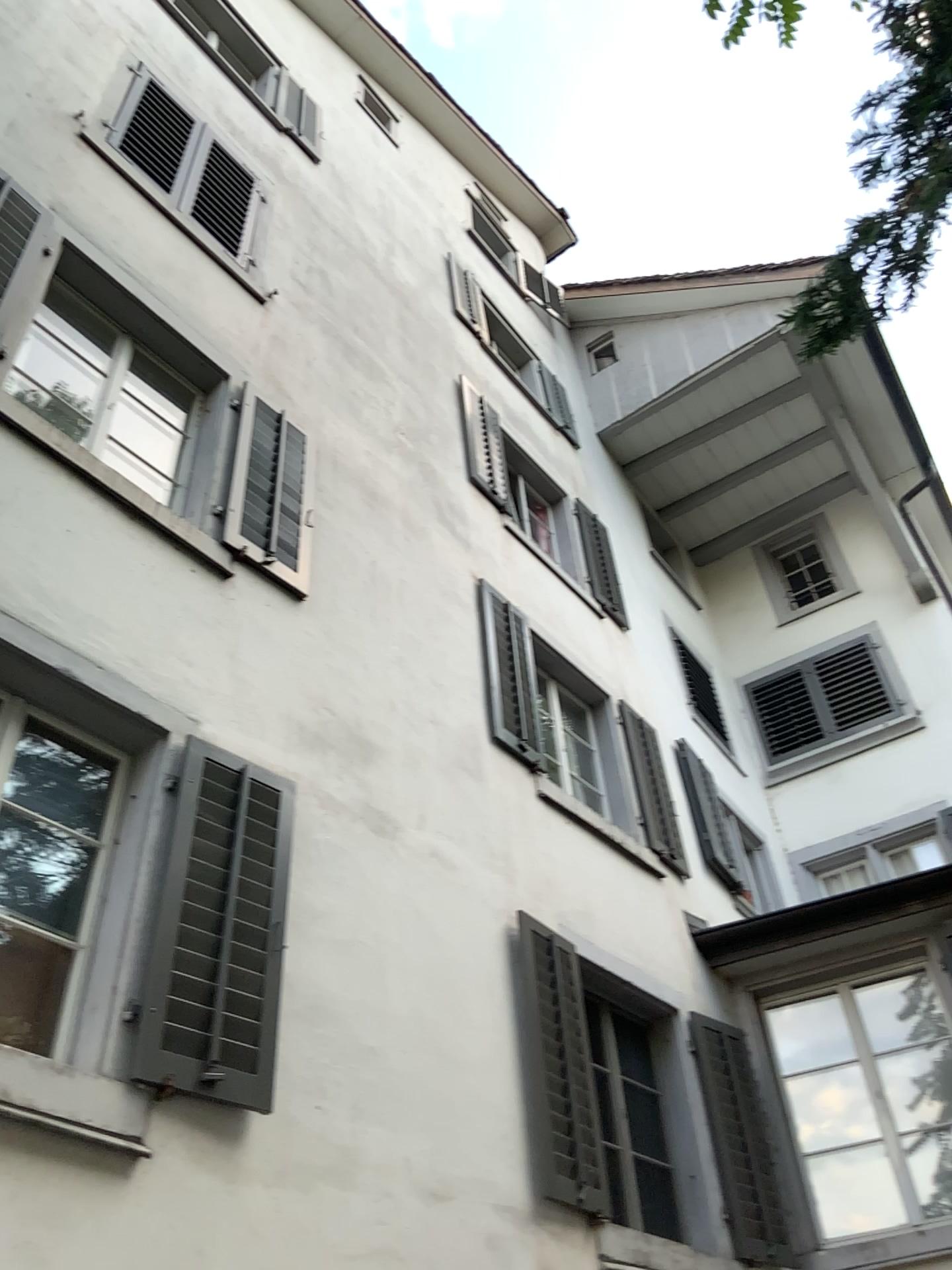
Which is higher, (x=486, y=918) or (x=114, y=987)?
(x=486, y=918)
